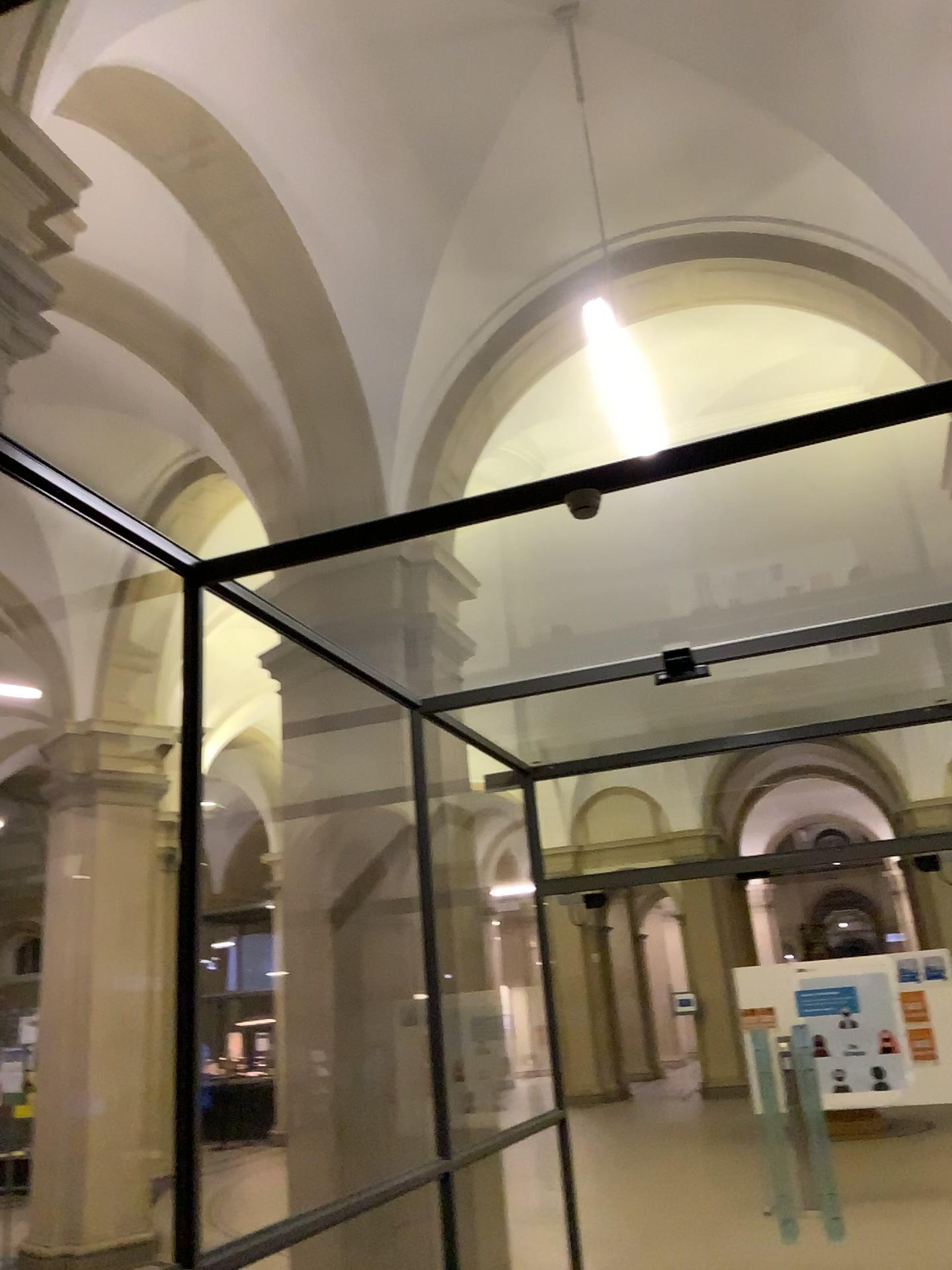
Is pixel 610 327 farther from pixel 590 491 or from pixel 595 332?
pixel 590 491

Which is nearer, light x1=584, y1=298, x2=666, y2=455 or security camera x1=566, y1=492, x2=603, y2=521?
light x1=584, y1=298, x2=666, y2=455

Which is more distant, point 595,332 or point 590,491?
point 590,491

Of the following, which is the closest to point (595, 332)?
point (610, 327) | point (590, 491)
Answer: point (610, 327)

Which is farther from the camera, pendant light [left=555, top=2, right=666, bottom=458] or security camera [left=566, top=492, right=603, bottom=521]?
security camera [left=566, top=492, right=603, bottom=521]

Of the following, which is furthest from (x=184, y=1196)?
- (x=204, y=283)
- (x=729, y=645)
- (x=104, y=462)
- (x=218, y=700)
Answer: (x=729, y=645)
